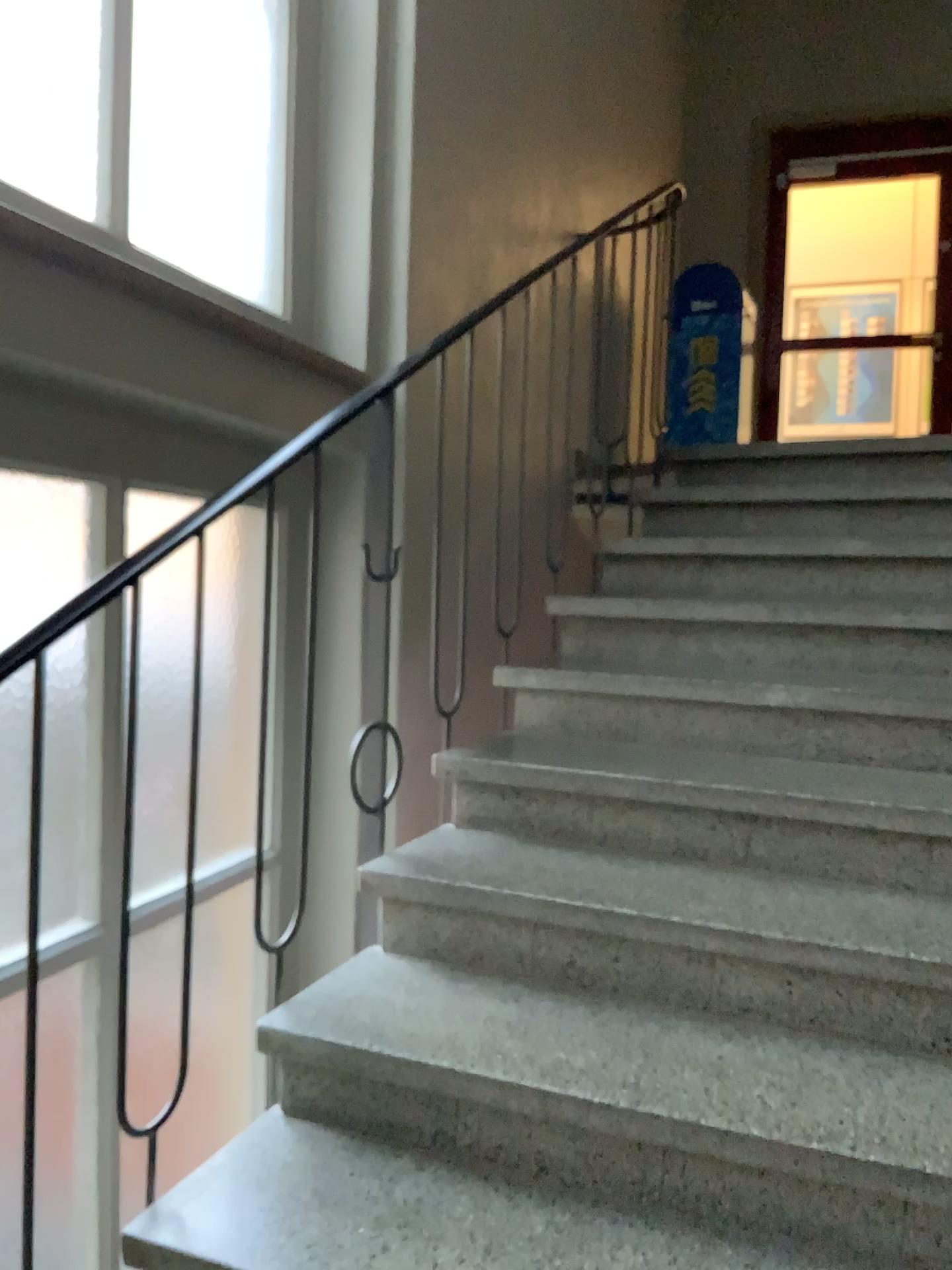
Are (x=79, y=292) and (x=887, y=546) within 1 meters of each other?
no

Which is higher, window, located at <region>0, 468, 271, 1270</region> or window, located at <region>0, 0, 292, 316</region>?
window, located at <region>0, 0, 292, 316</region>

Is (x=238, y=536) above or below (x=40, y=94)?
below
